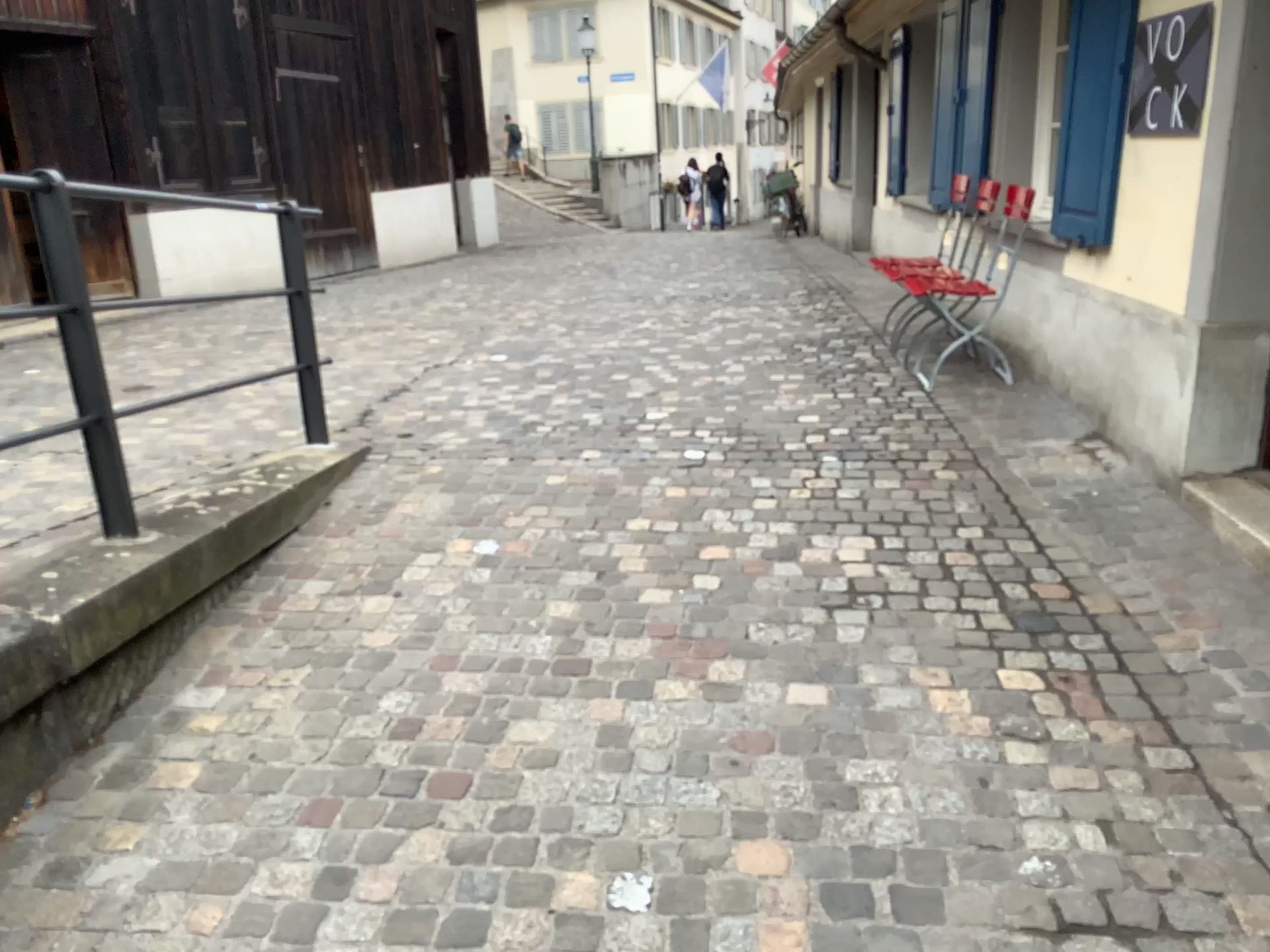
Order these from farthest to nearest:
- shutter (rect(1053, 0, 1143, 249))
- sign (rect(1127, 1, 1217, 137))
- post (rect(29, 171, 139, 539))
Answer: shutter (rect(1053, 0, 1143, 249)), sign (rect(1127, 1, 1217, 137)), post (rect(29, 171, 139, 539))

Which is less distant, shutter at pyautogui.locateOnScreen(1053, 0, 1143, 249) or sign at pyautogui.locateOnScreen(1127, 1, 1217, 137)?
sign at pyautogui.locateOnScreen(1127, 1, 1217, 137)

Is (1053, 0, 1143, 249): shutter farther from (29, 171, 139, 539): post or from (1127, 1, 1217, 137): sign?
(29, 171, 139, 539): post

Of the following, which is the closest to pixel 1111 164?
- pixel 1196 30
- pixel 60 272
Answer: pixel 1196 30

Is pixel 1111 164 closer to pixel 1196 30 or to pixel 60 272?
pixel 1196 30

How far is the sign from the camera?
3.2 meters

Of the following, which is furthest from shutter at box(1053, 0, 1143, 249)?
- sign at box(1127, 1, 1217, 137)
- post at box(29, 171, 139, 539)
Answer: post at box(29, 171, 139, 539)

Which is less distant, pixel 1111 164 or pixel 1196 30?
pixel 1196 30

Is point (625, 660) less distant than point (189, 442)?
Yes
